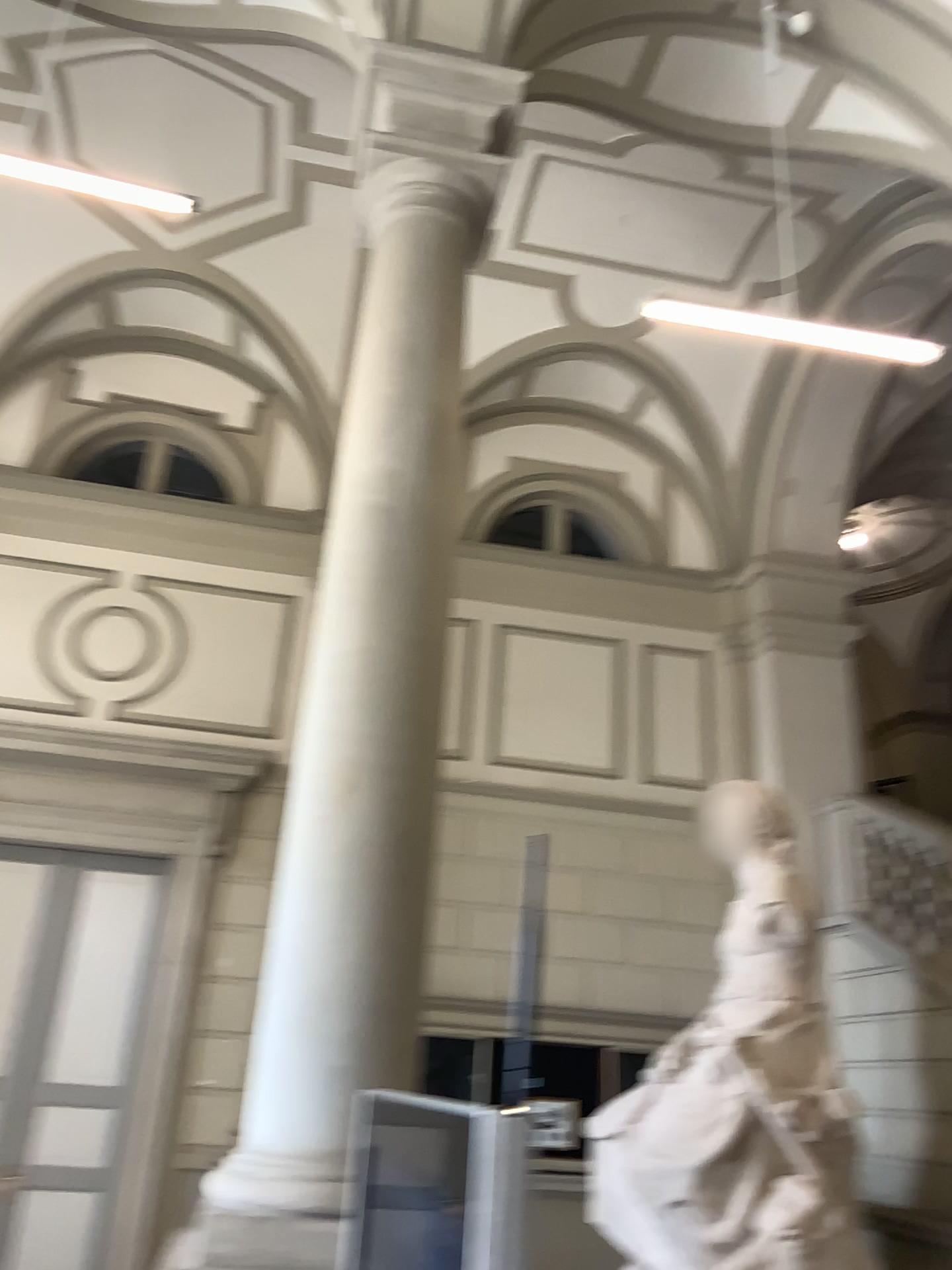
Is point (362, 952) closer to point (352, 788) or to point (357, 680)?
point (352, 788)
